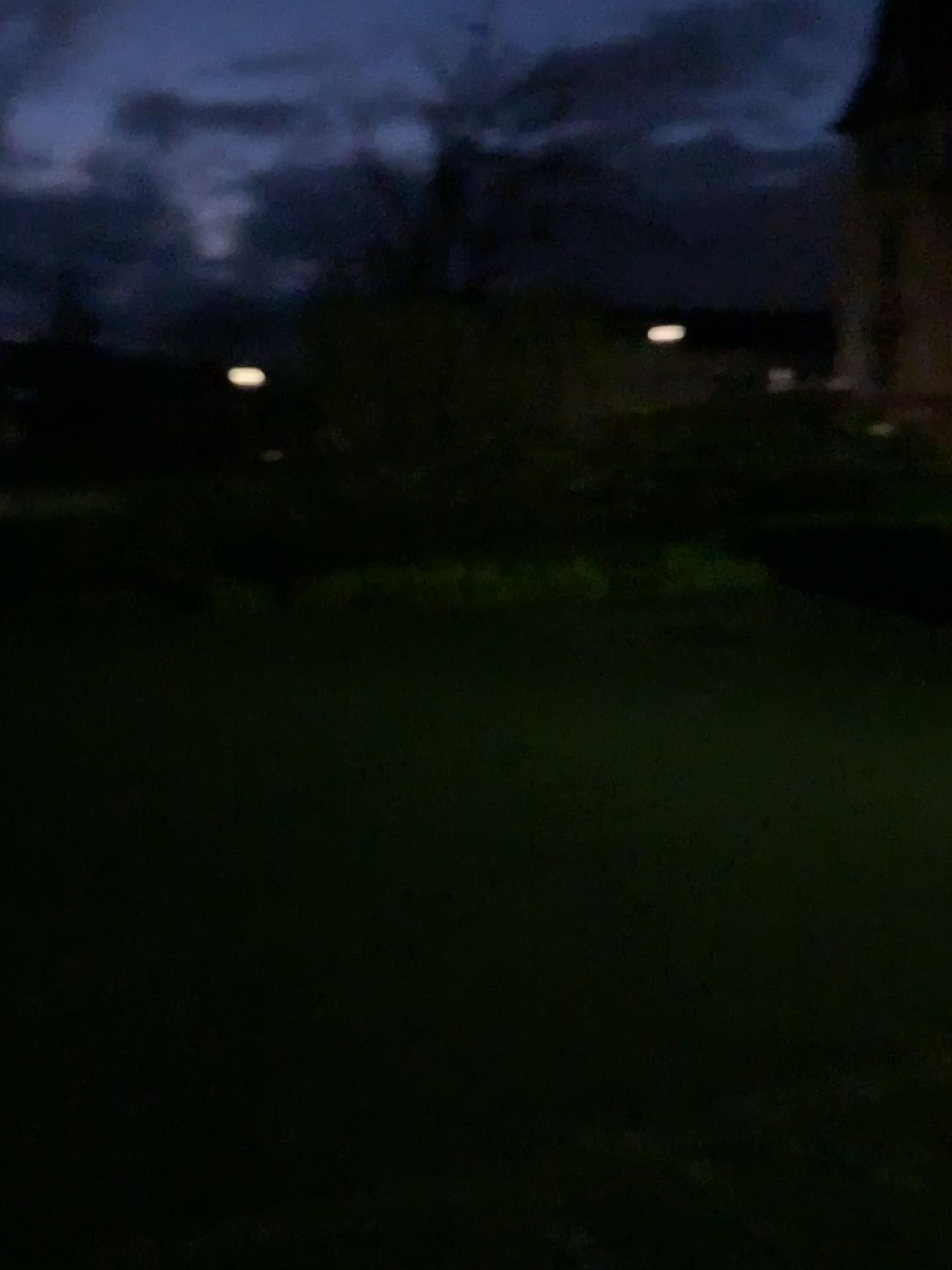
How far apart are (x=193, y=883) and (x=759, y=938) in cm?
178
